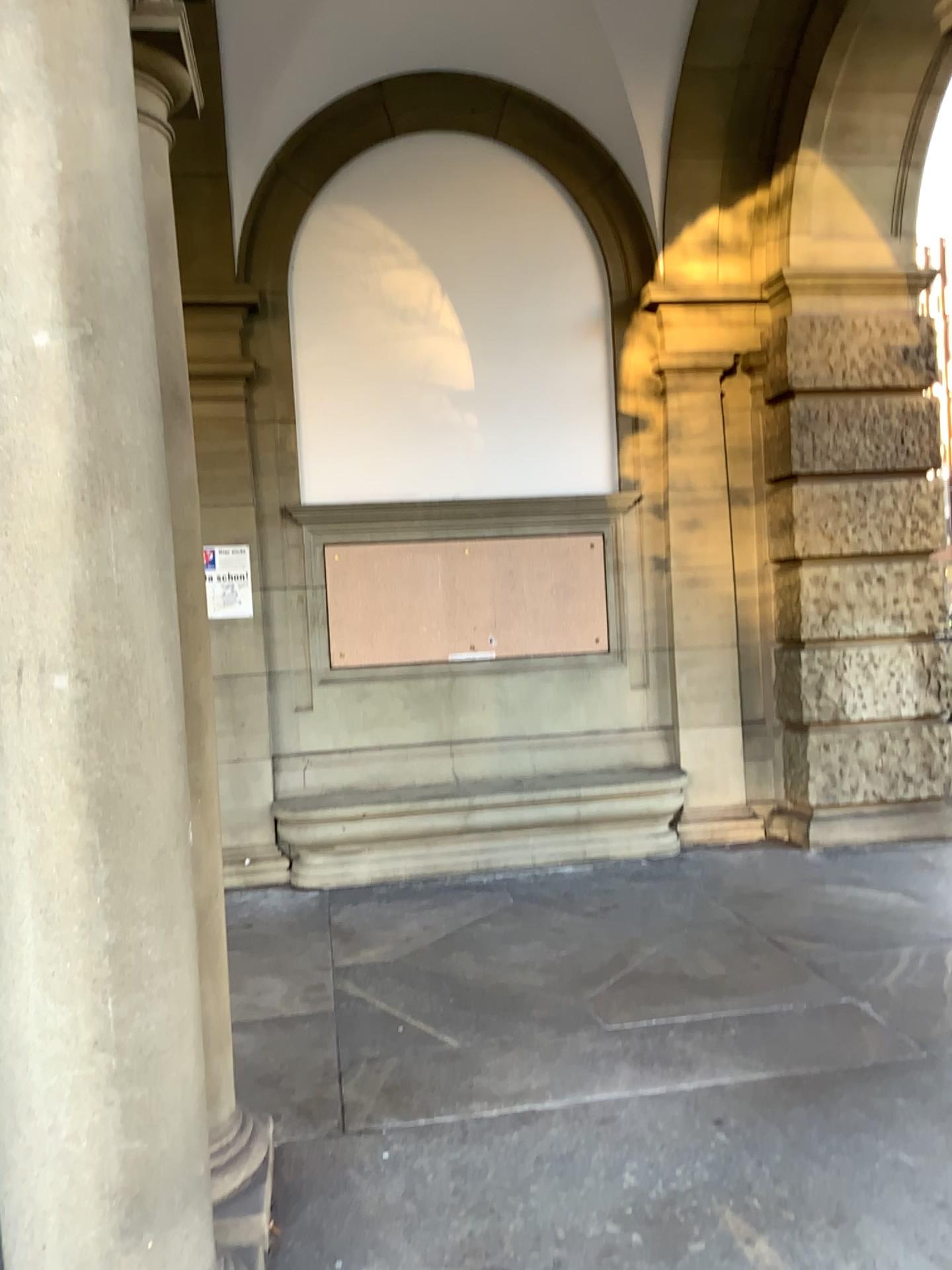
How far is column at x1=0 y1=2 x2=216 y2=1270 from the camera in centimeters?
196cm

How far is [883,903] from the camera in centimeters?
496cm

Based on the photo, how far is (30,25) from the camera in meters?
2.0 m
